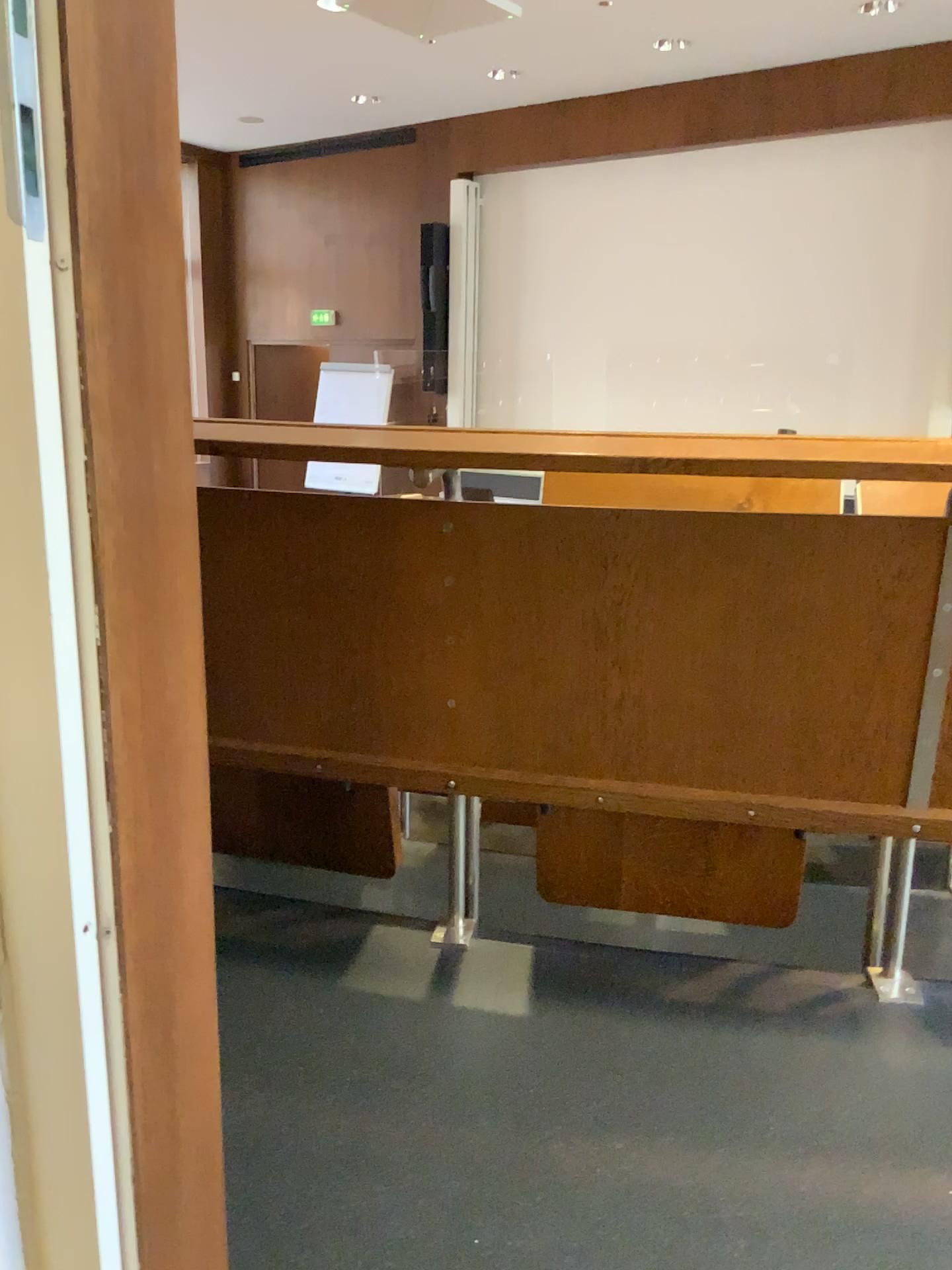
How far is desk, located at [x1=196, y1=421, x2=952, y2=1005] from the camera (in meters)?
1.39

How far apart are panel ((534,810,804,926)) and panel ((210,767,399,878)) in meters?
0.3

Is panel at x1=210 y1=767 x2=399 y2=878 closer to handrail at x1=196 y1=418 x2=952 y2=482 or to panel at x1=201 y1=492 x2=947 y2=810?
panel at x1=201 y1=492 x2=947 y2=810

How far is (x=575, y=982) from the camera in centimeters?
153cm

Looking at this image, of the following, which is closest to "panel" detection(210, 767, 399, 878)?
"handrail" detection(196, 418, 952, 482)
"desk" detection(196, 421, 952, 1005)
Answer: "desk" detection(196, 421, 952, 1005)

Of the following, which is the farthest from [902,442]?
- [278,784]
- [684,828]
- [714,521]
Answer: [278,784]

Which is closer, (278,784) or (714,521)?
(714,521)

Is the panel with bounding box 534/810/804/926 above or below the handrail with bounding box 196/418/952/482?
below

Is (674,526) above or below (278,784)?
above

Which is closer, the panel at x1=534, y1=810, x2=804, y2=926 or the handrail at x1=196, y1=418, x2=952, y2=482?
the handrail at x1=196, y1=418, x2=952, y2=482
